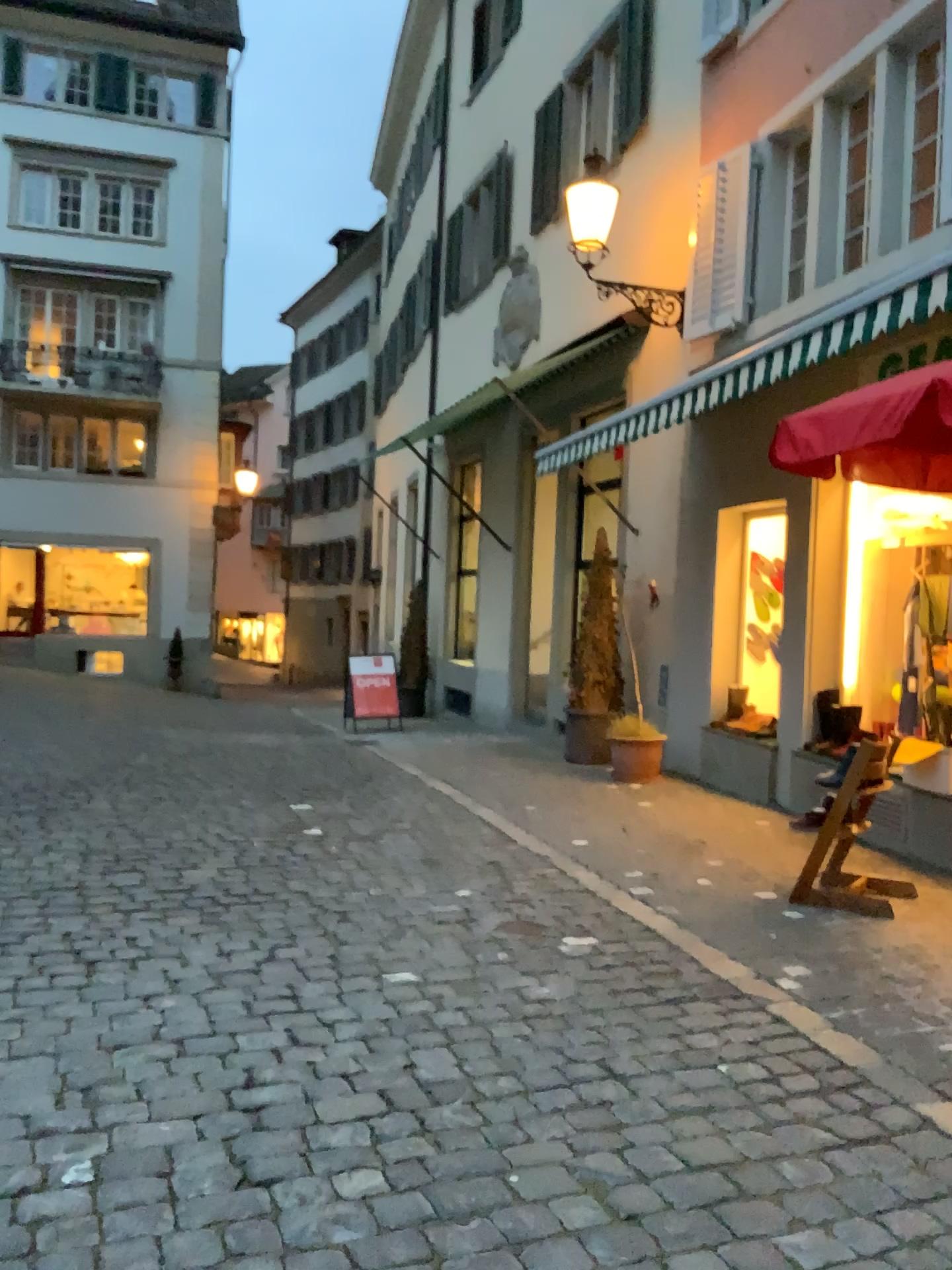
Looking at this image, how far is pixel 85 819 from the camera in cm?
579
